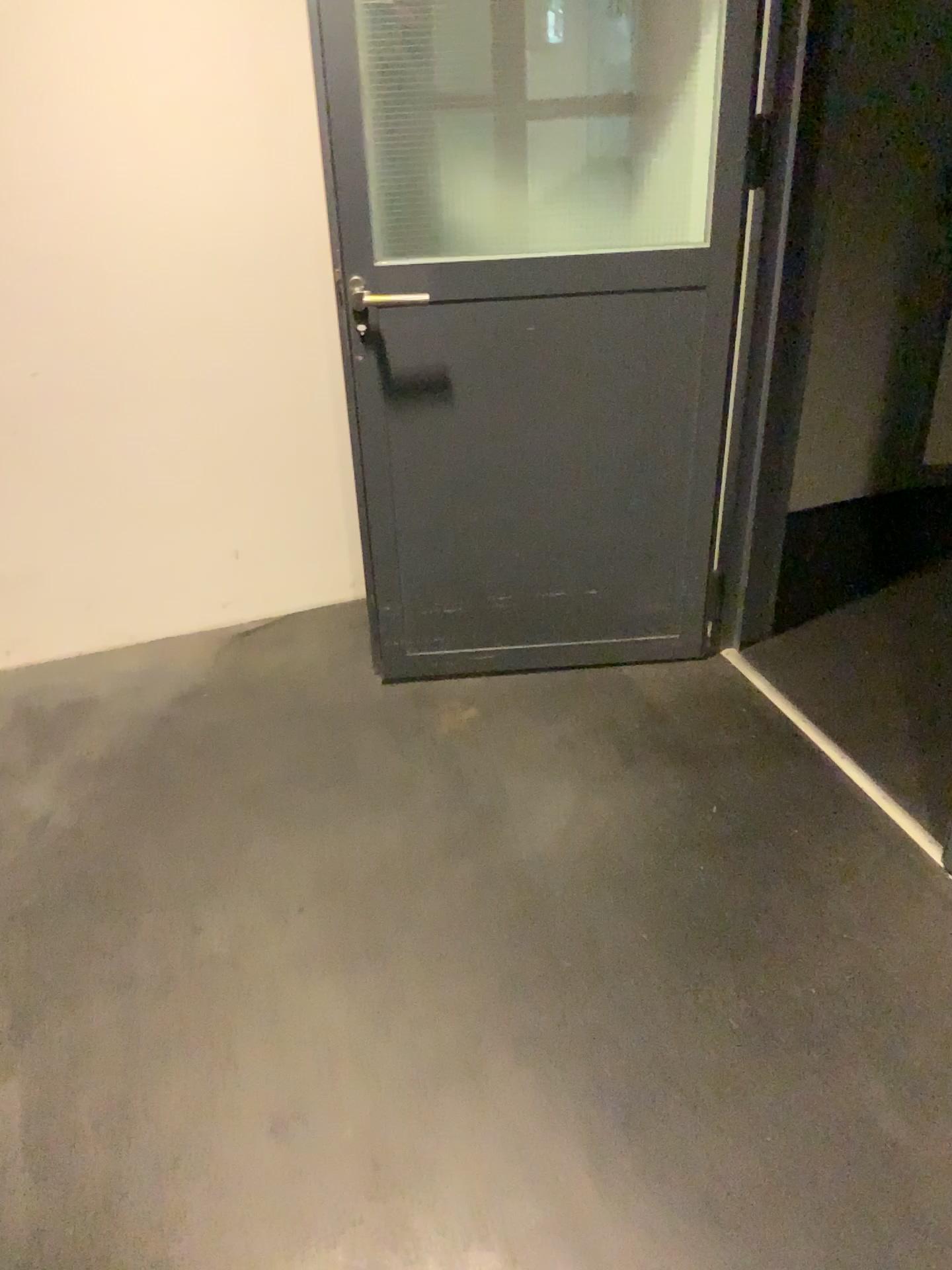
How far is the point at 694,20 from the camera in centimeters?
206cm

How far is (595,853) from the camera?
2.2m

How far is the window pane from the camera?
2.1m
